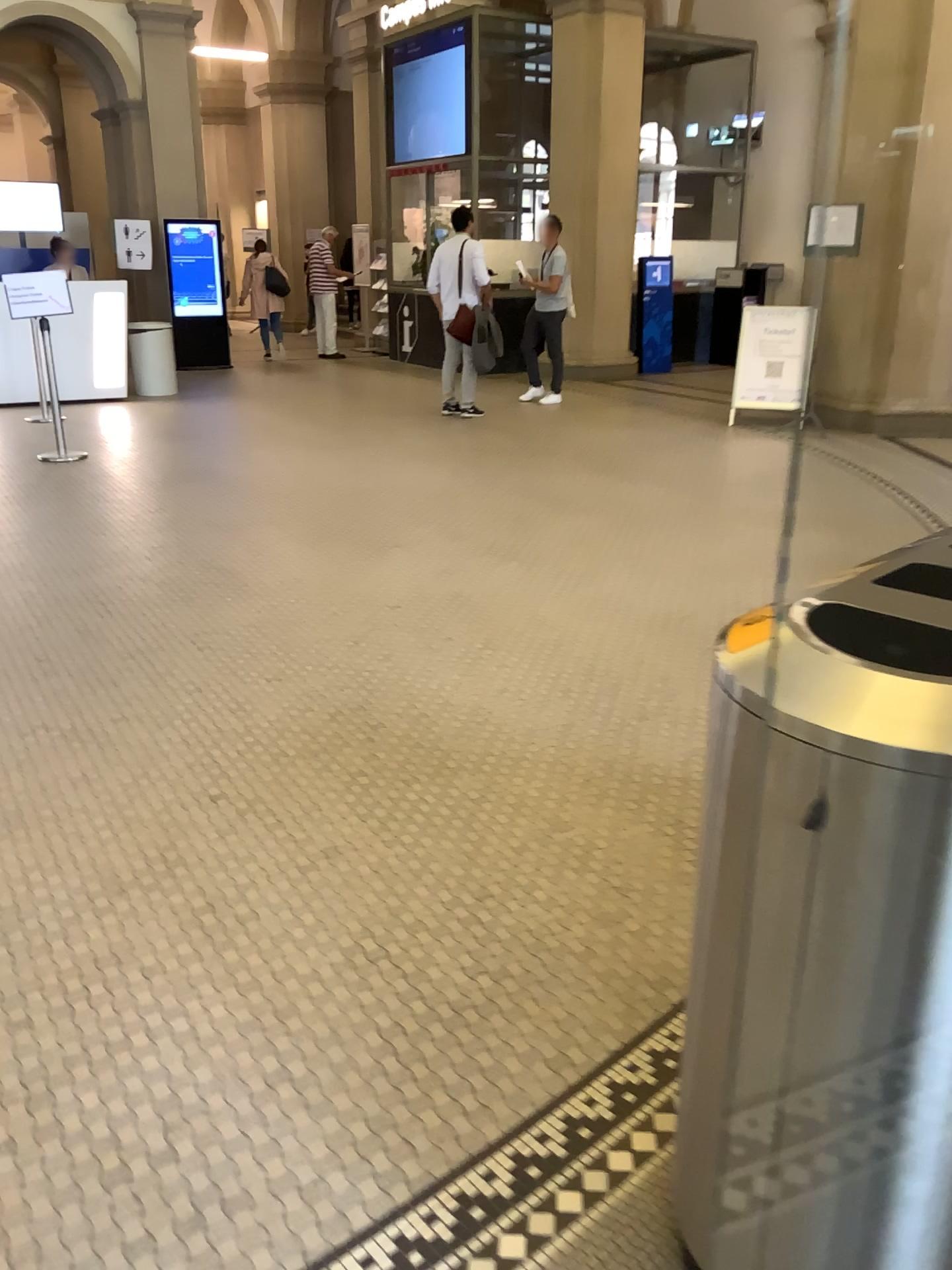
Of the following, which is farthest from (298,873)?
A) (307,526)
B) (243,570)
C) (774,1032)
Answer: (307,526)

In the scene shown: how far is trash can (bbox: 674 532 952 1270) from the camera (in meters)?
1.11

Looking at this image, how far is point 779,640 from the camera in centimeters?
111cm
